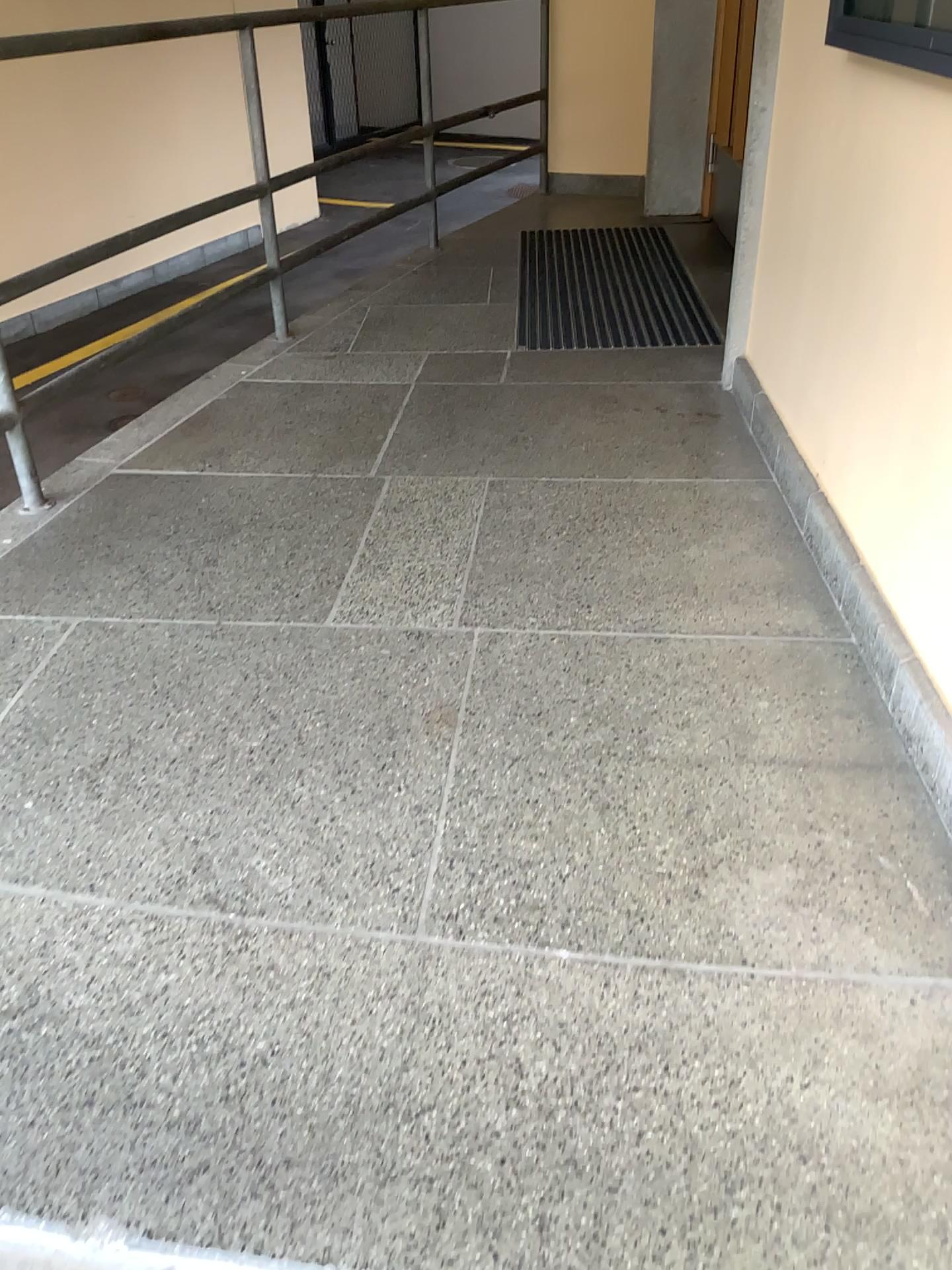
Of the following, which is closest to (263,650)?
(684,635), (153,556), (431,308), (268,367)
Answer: (153,556)

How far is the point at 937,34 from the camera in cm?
153

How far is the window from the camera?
1.53m
